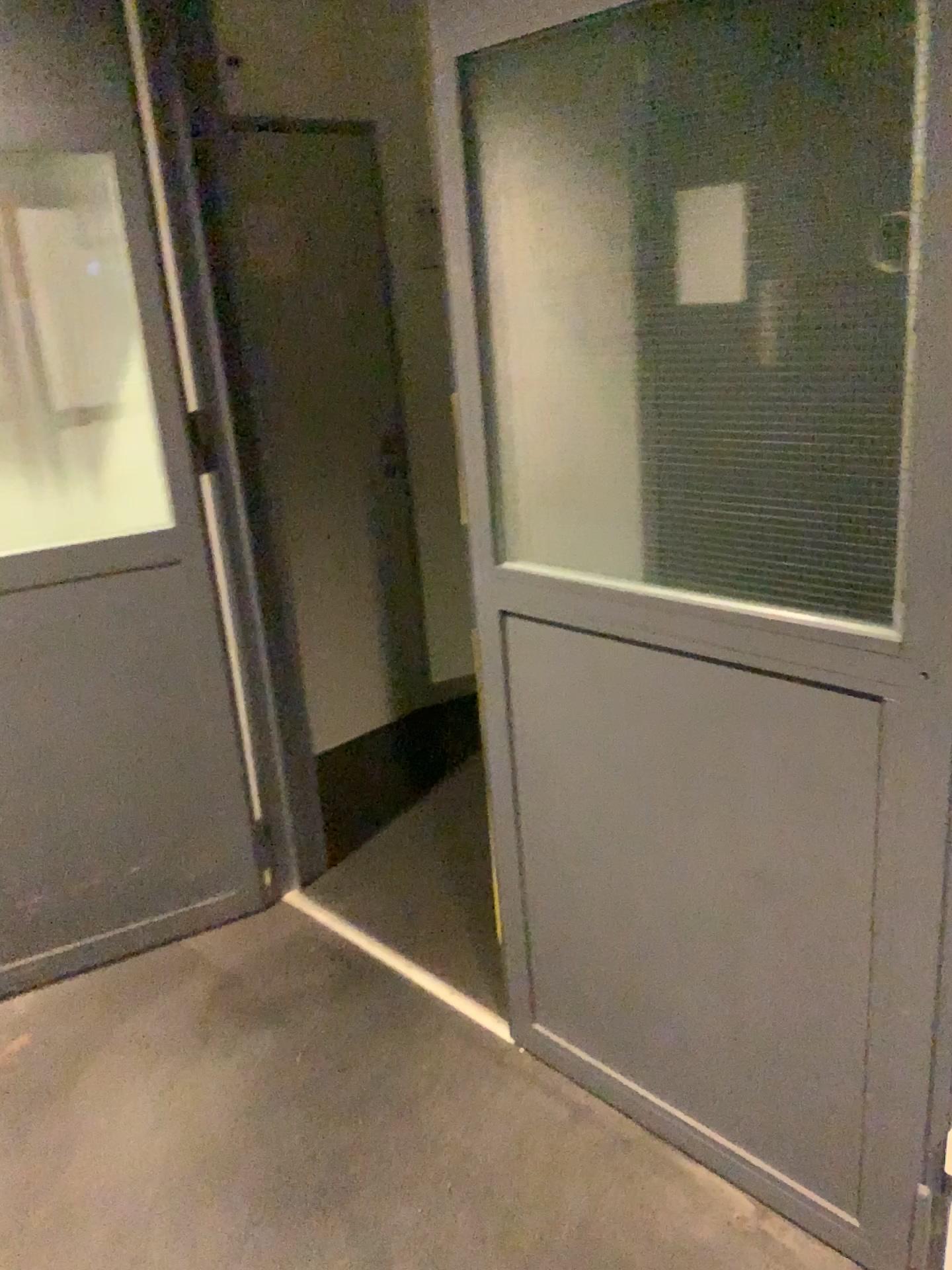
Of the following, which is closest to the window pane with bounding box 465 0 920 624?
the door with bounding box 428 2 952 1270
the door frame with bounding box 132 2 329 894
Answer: the door with bounding box 428 2 952 1270

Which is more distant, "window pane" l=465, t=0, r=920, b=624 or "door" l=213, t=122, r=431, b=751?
"door" l=213, t=122, r=431, b=751

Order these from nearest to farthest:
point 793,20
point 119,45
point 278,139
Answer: point 793,20
point 119,45
point 278,139

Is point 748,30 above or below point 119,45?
below

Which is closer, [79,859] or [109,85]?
[109,85]

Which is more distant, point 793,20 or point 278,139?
point 278,139

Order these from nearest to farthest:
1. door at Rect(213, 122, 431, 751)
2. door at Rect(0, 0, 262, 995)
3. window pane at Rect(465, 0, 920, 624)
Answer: window pane at Rect(465, 0, 920, 624), door at Rect(0, 0, 262, 995), door at Rect(213, 122, 431, 751)

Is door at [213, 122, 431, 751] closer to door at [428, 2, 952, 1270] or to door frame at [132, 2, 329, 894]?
door frame at [132, 2, 329, 894]

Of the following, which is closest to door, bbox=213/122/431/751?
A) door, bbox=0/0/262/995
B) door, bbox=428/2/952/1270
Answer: door, bbox=0/0/262/995

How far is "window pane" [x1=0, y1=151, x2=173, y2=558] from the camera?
2.2m
